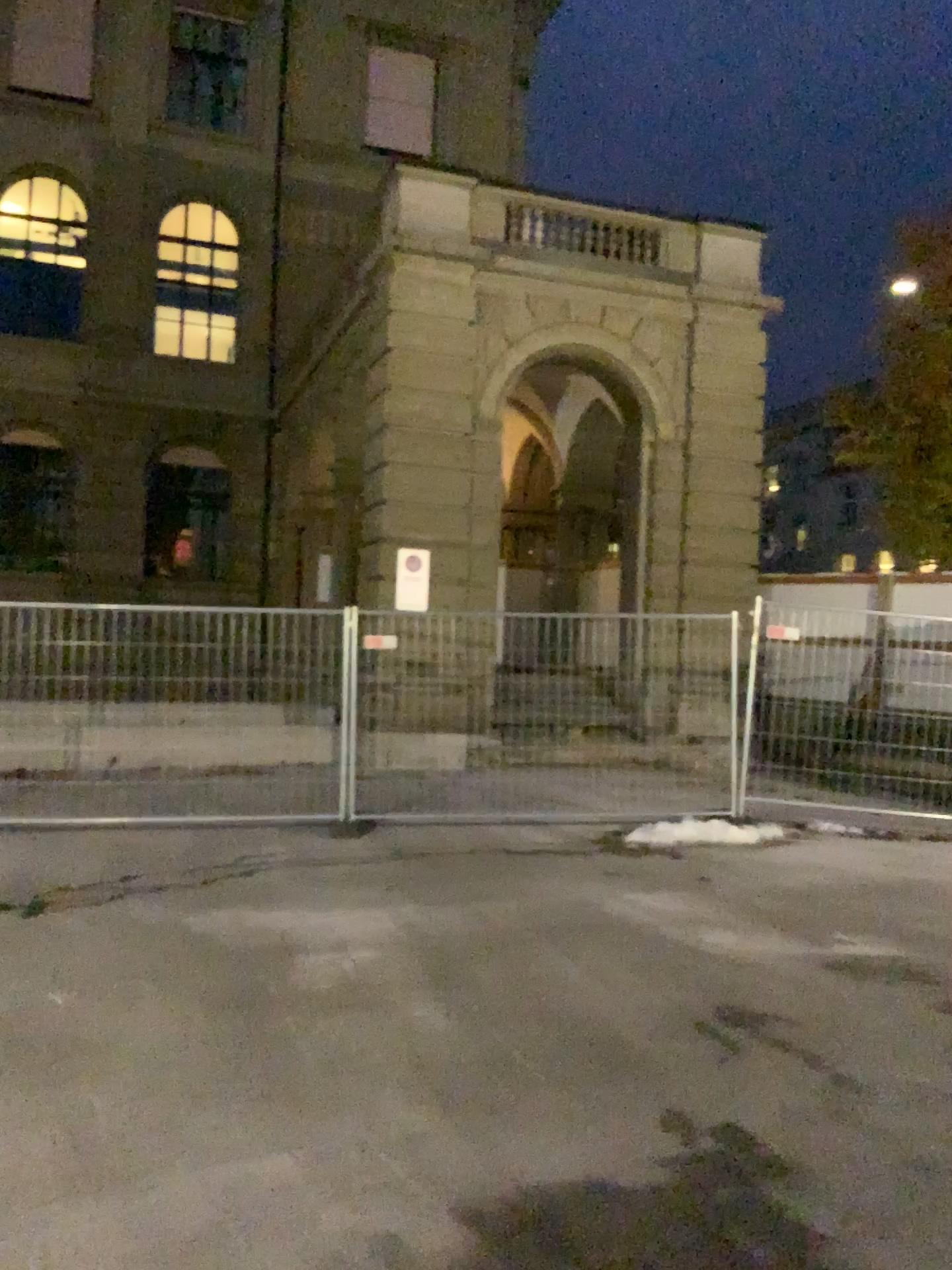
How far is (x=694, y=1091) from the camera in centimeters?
390cm
